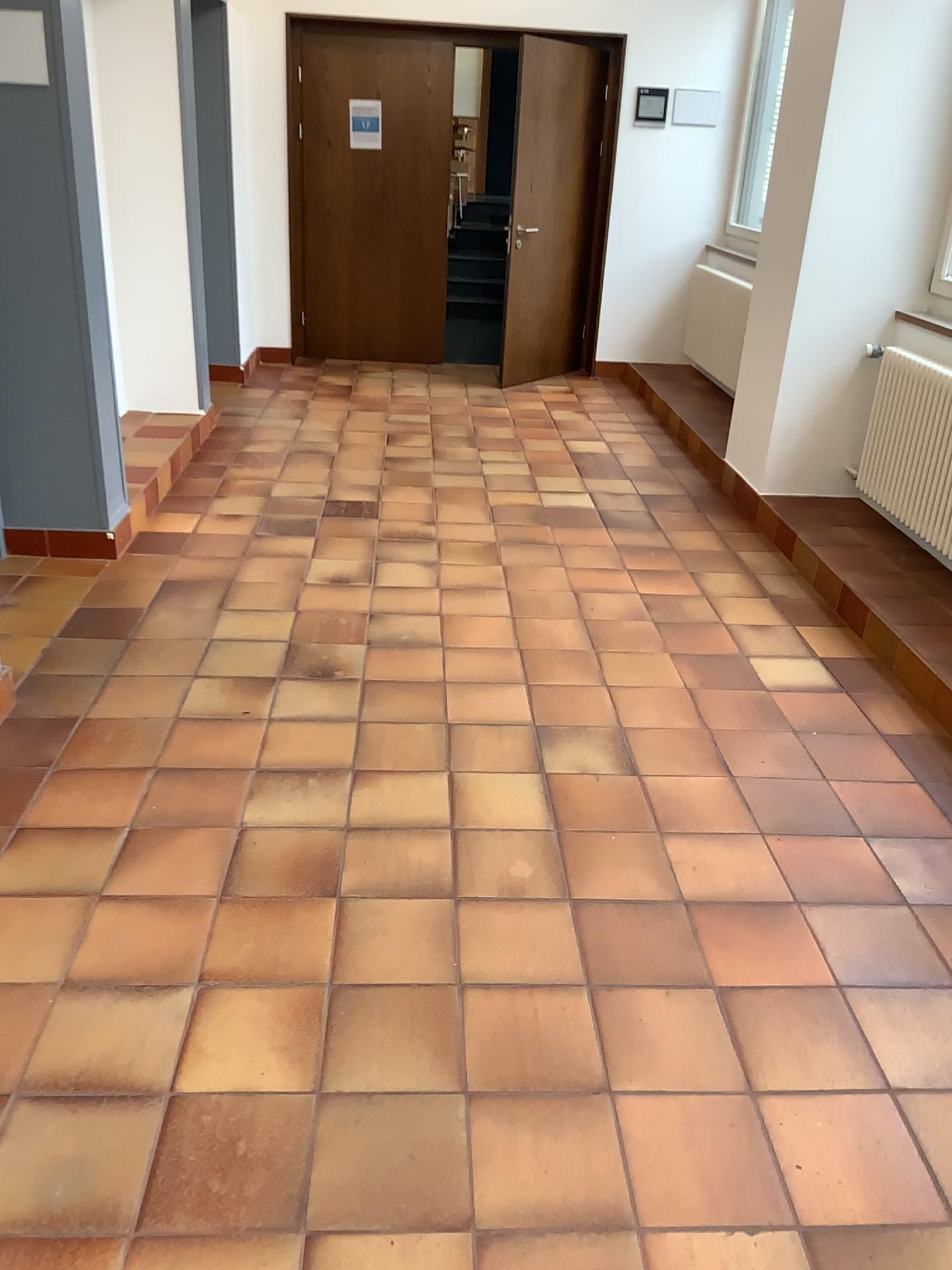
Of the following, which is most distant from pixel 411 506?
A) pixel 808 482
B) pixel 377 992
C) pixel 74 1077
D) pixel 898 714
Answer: pixel 74 1077
